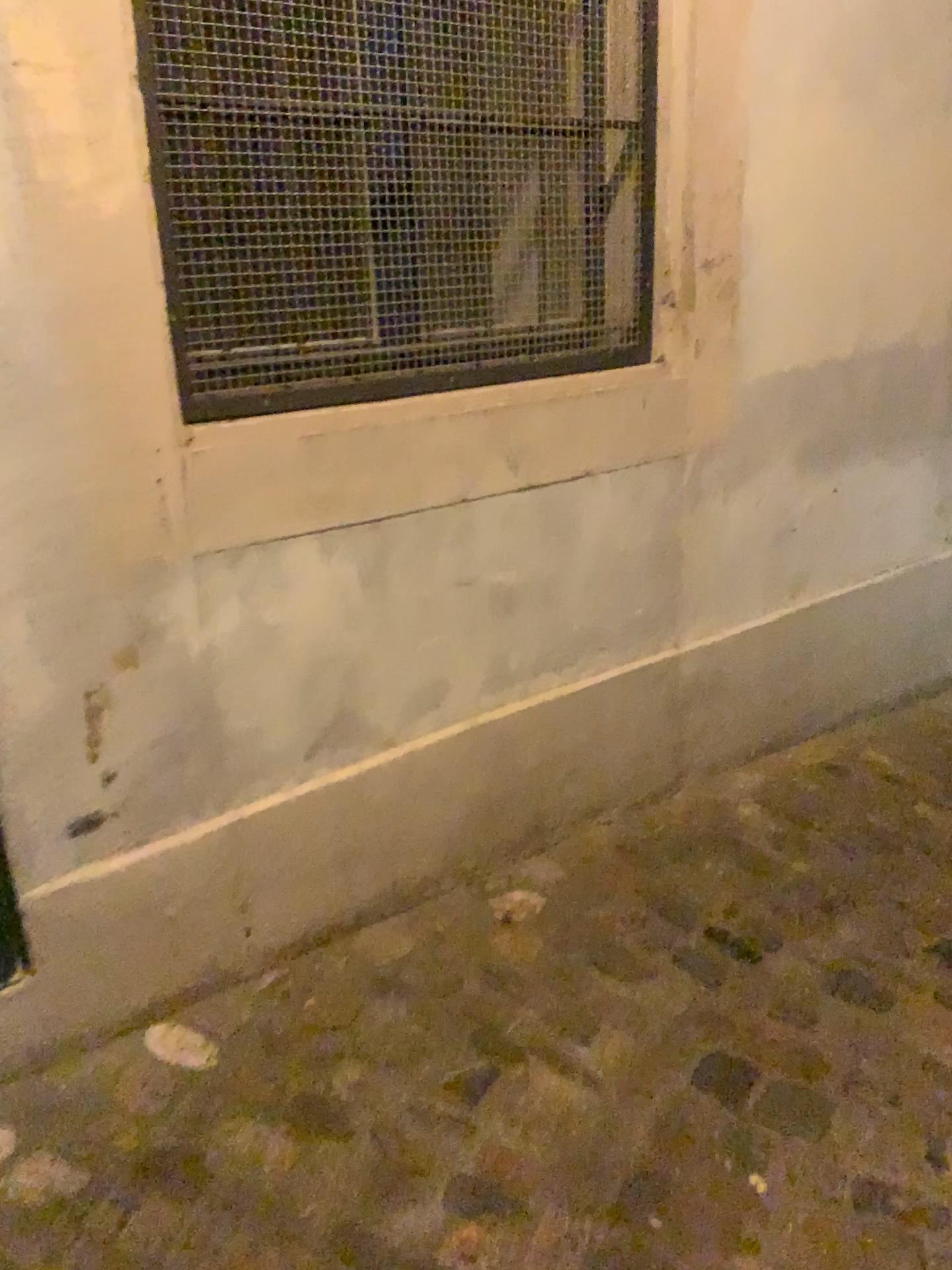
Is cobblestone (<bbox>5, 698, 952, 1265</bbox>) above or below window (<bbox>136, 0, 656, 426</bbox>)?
below

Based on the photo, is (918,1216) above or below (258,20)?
below

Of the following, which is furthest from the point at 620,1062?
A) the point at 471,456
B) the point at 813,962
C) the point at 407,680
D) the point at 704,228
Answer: the point at 704,228
